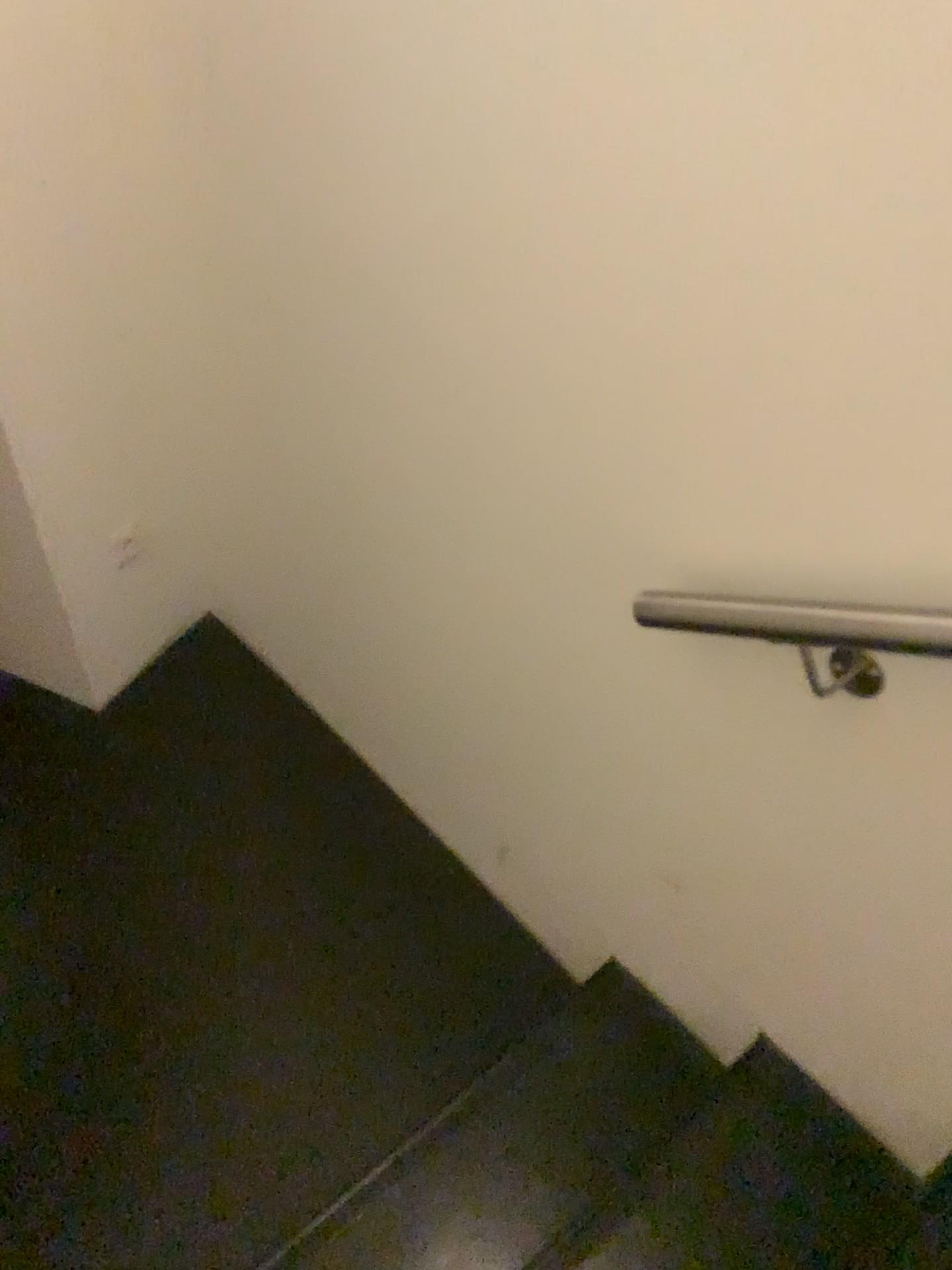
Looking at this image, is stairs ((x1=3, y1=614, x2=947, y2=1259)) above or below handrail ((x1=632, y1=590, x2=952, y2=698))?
below

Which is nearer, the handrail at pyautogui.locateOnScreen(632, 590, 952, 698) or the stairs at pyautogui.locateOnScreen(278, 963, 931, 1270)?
the handrail at pyautogui.locateOnScreen(632, 590, 952, 698)

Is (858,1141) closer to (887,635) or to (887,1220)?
(887,1220)

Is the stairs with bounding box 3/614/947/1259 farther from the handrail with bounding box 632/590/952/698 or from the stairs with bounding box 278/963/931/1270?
the handrail with bounding box 632/590/952/698

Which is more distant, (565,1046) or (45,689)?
(45,689)

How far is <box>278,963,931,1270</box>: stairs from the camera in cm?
134

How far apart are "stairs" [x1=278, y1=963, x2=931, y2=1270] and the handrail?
0.7 meters

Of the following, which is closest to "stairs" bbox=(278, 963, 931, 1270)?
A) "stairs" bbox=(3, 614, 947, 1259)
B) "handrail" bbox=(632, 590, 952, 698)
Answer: "stairs" bbox=(3, 614, 947, 1259)

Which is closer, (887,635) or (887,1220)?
(887,635)

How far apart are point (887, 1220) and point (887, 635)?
0.89m
